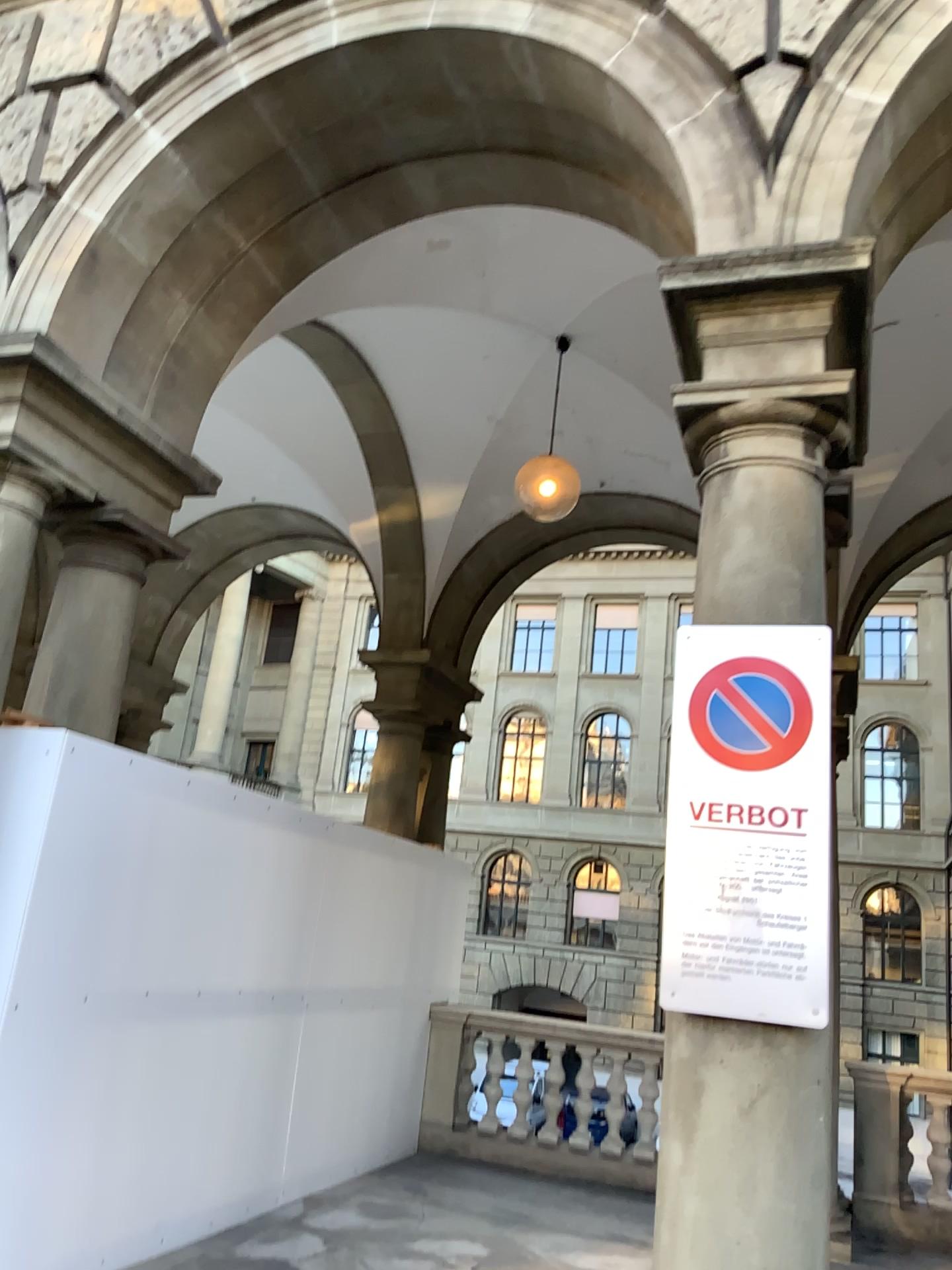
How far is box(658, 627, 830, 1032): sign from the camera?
2.6 meters

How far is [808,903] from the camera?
2.60m

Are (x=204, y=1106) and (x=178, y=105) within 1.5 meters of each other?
no
